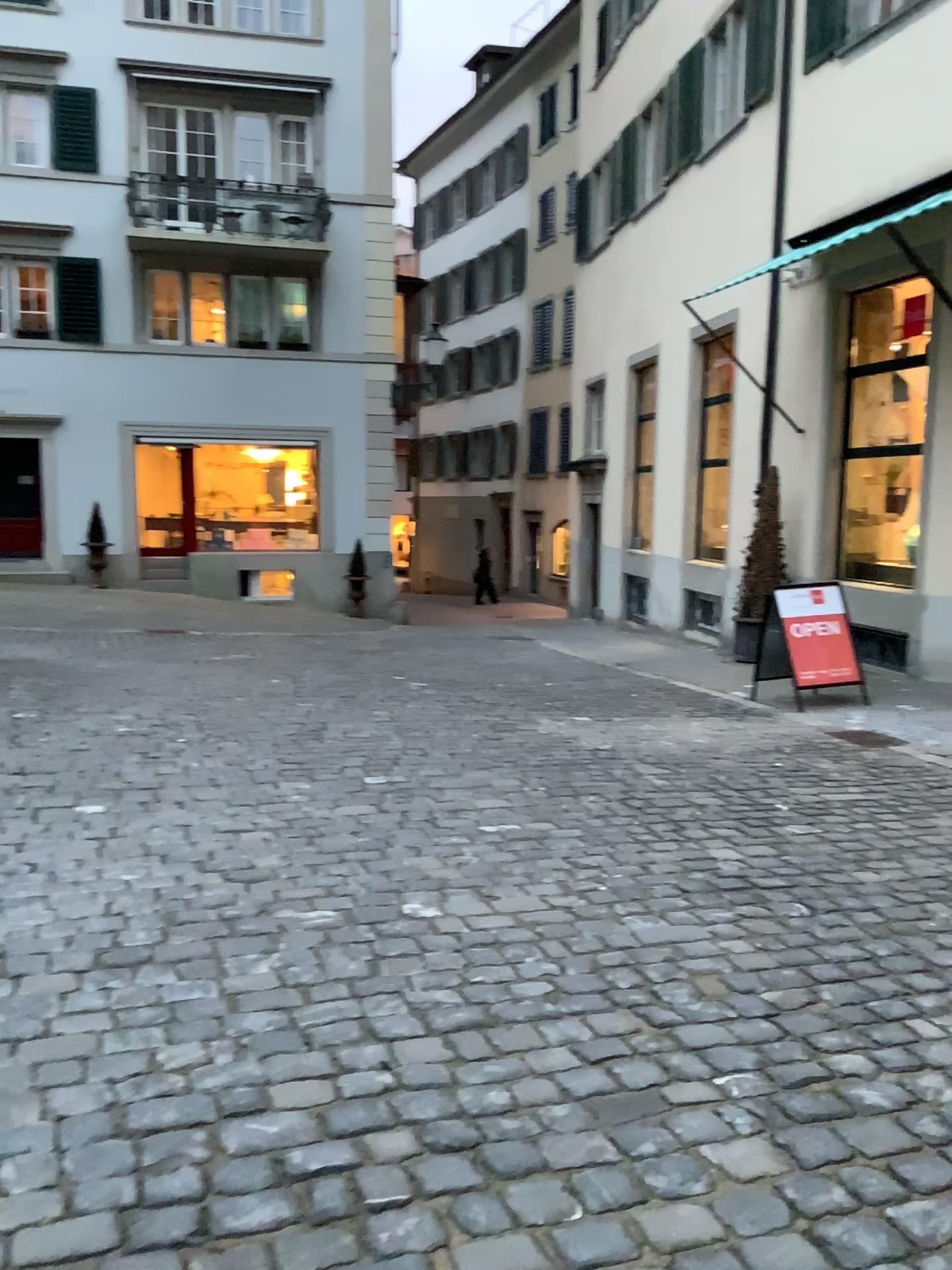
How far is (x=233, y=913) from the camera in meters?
3.4 m
